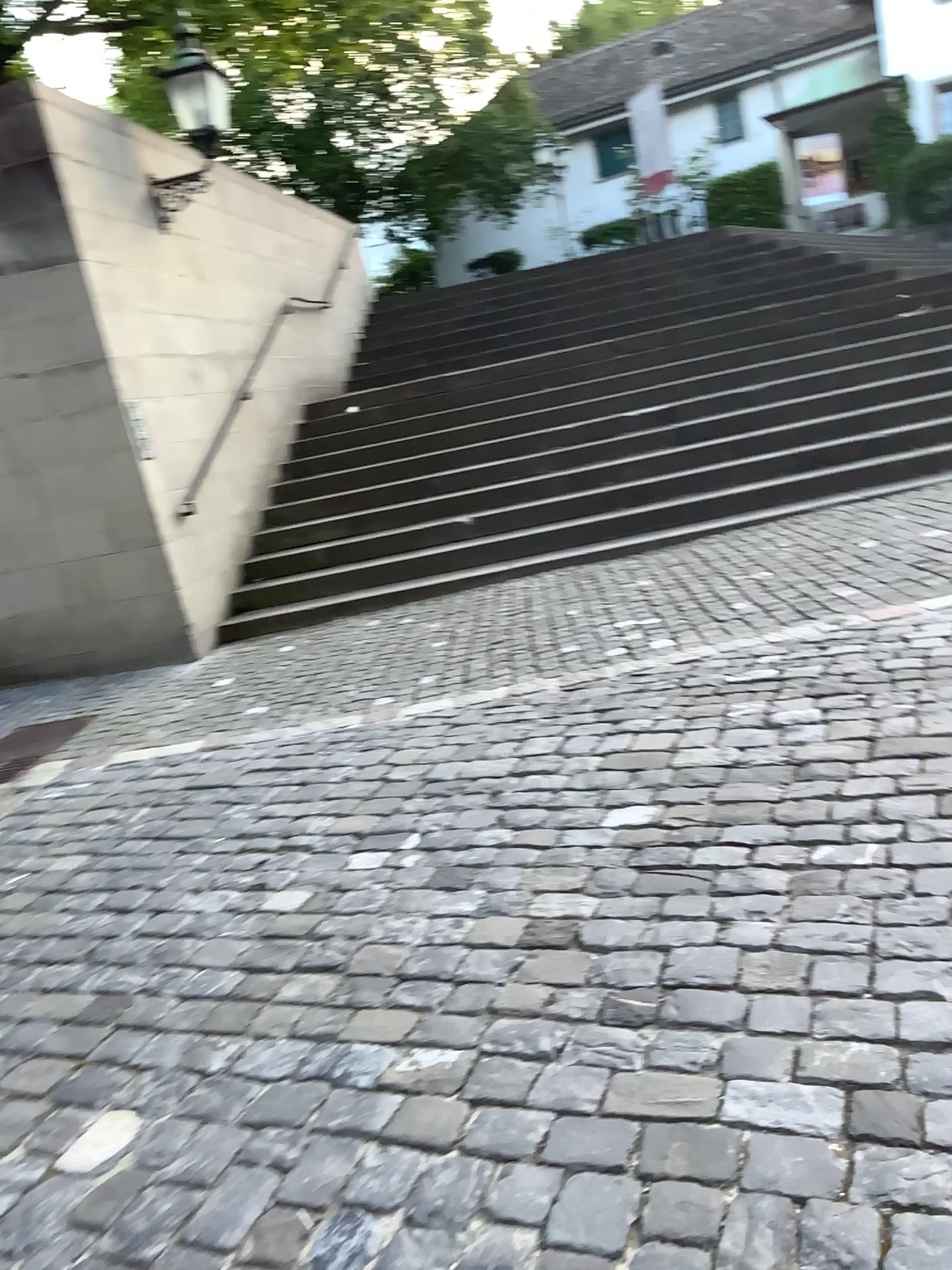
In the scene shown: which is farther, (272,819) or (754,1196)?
(272,819)
